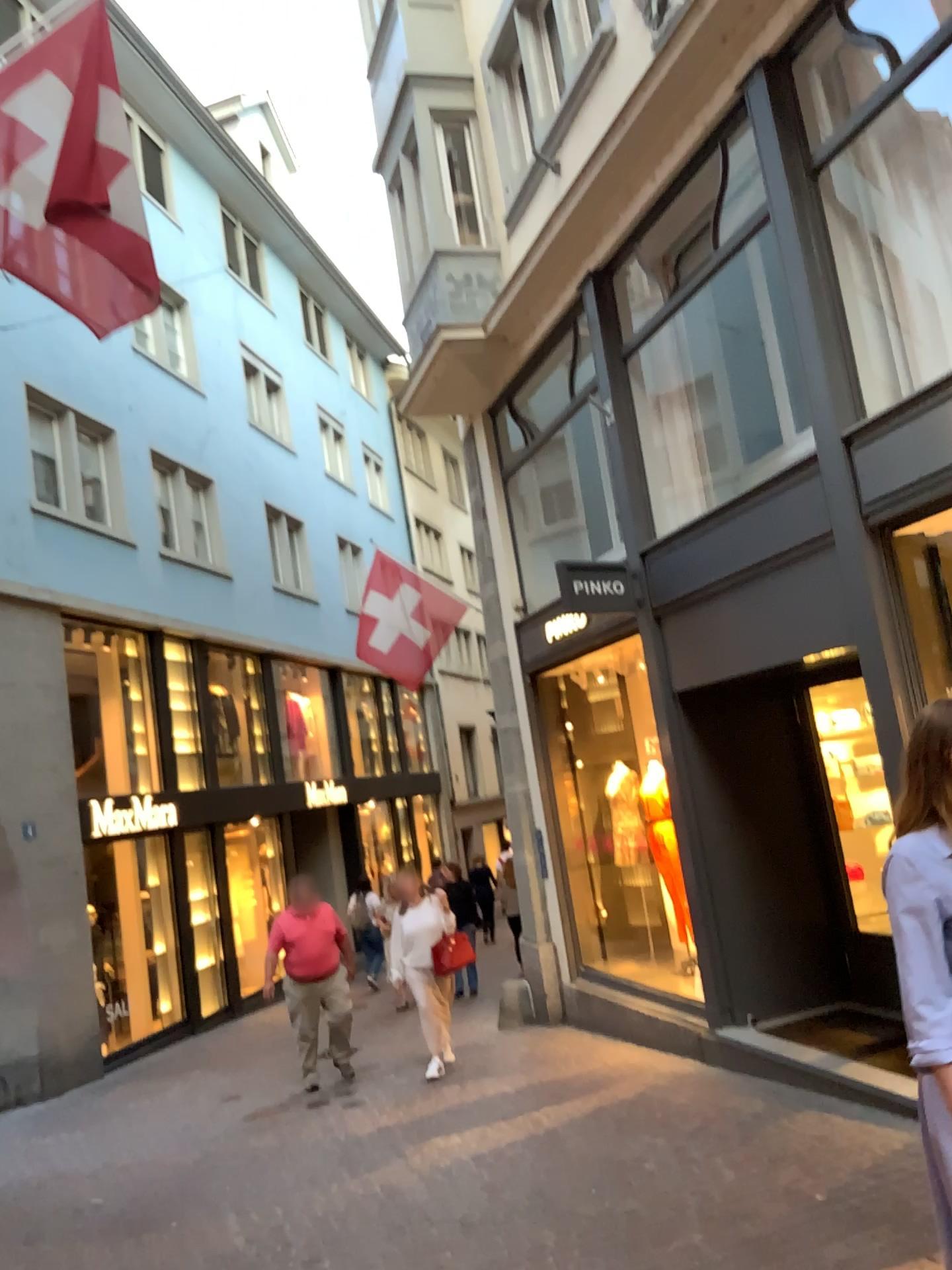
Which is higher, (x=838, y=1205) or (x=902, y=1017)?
(x=902, y=1017)
